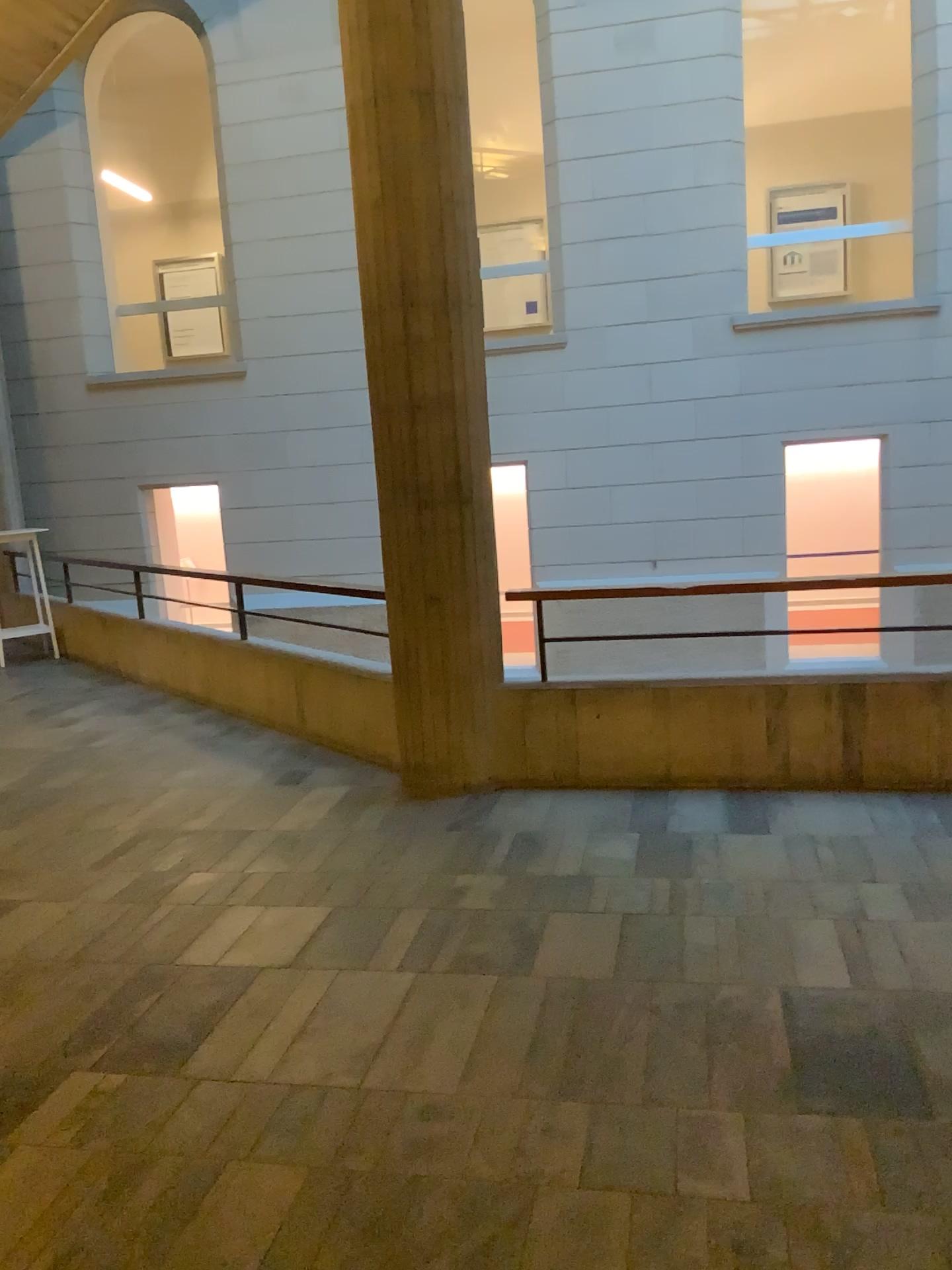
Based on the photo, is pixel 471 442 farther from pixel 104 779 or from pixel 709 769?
→ pixel 104 779
